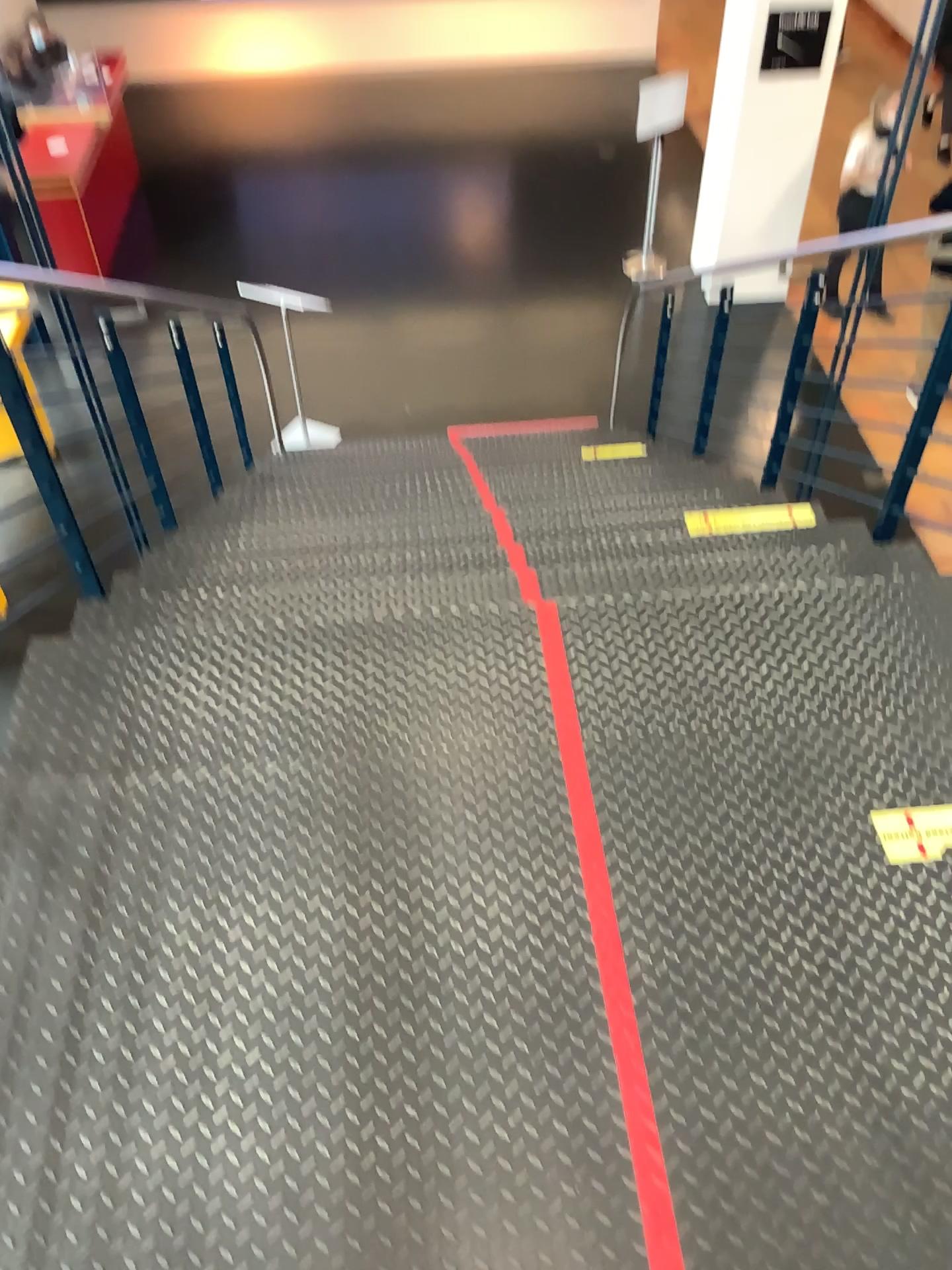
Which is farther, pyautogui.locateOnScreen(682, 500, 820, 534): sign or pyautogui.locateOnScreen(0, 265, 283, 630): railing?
pyautogui.locateOnScreen(682, 500, 820, 534): sign

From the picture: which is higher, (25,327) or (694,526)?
(25,327)

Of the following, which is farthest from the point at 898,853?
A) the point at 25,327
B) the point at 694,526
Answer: the point at 25,327

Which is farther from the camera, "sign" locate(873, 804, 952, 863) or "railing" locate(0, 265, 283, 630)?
"railing" locate(0, 265, 283, 630)

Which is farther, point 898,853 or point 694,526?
point 694,526

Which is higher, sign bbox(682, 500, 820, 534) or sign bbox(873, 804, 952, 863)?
sign bbox(873, 804, 952, 863)

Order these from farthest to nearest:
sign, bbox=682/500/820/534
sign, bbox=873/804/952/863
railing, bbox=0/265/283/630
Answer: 1. sign, bbox=682/500/820/534
2. railing, bbox=0/265/283/630
3. sign, bbox=873/804/952/863

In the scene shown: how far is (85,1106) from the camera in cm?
164

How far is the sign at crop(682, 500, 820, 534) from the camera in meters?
3.2 m

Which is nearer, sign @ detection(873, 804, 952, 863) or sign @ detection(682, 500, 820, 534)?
sign @ detection(873, 804, 952, 863)
